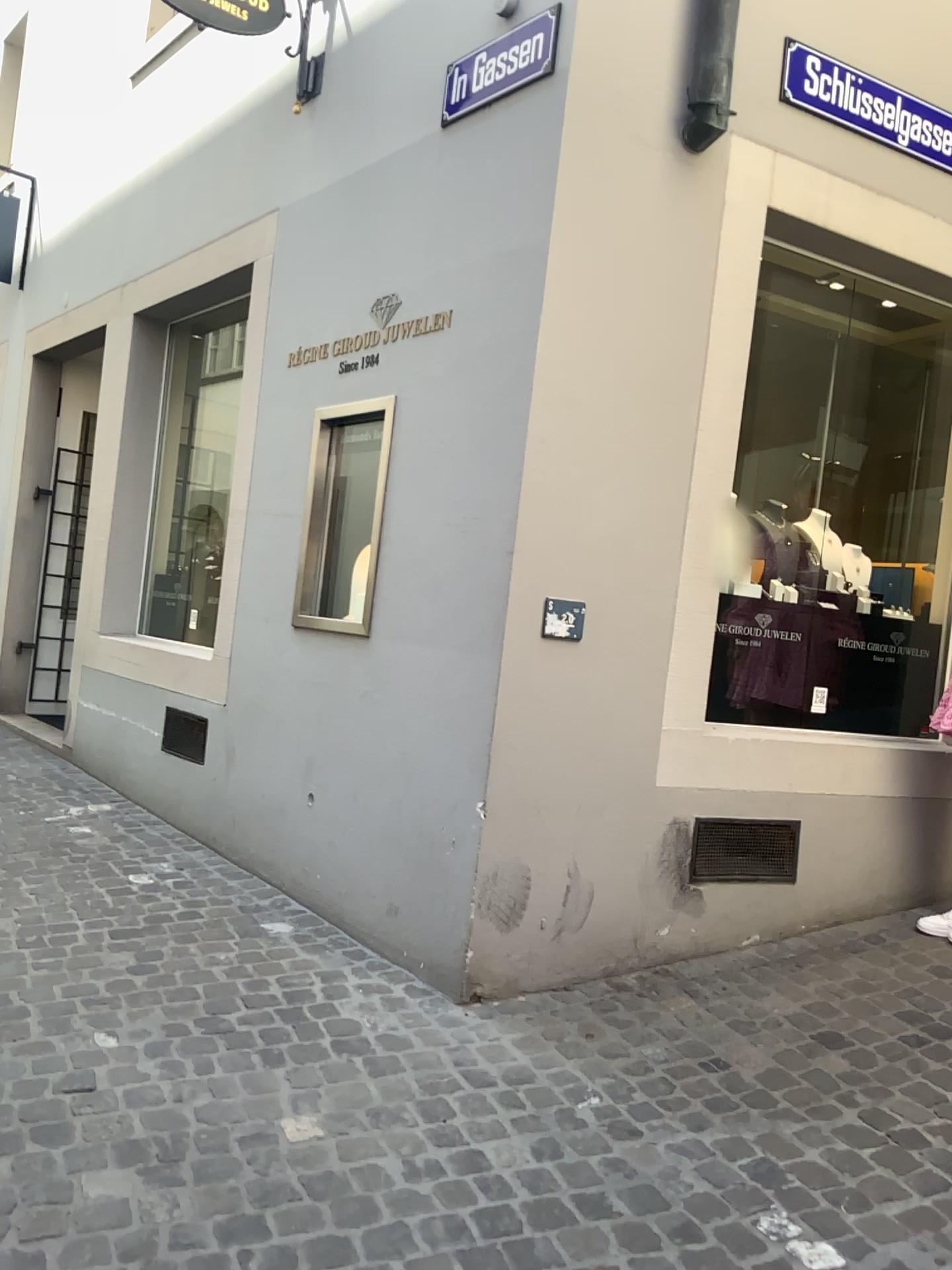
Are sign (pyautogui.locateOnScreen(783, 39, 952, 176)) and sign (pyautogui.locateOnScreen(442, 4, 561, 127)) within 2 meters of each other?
yes

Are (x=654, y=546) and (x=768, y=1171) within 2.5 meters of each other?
yes

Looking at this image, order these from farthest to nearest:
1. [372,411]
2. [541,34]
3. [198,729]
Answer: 1. [198,729]
2. [372,411]
3. [541,34]

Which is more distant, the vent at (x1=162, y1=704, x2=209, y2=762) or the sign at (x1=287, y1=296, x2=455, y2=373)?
the vent at (x1=162, y1=704, x2=209, y2=762)

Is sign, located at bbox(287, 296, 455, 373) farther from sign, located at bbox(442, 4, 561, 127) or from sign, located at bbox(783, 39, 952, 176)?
sign, located at bbox(783, 39, 952, 176)

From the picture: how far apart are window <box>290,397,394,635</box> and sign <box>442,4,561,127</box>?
1.0m

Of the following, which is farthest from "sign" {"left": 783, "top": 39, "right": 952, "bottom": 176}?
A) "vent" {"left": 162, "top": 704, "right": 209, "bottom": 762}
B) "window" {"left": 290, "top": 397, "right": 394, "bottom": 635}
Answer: "vent" {"left": 162, "top": 704, "right": 209, "bottom": 762}

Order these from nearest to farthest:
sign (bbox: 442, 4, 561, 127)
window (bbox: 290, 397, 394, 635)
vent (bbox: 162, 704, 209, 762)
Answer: sign (bbox: 442, 4, 561, 127), window (bbox: 290, 397, 394, 635), vent (bbox: 162, 704, 209, 762)

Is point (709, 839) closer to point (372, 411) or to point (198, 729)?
point (372, 411)

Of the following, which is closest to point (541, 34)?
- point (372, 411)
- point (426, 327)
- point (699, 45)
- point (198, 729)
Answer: point (699, 45)
